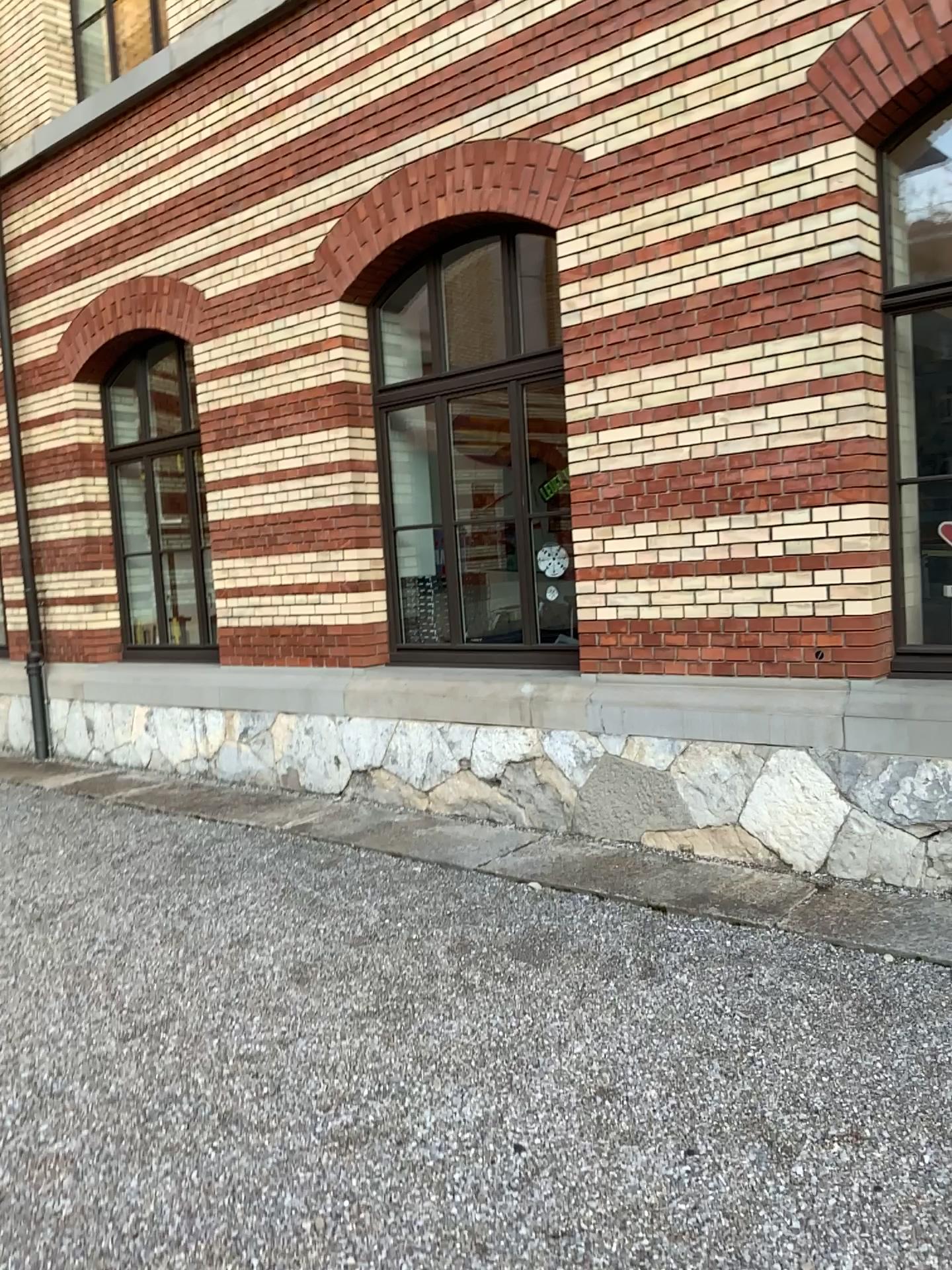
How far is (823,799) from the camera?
4.73m

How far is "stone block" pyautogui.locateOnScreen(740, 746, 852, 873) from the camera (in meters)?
4.73

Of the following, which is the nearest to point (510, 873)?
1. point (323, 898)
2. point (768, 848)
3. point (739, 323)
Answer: point (323, 898)
